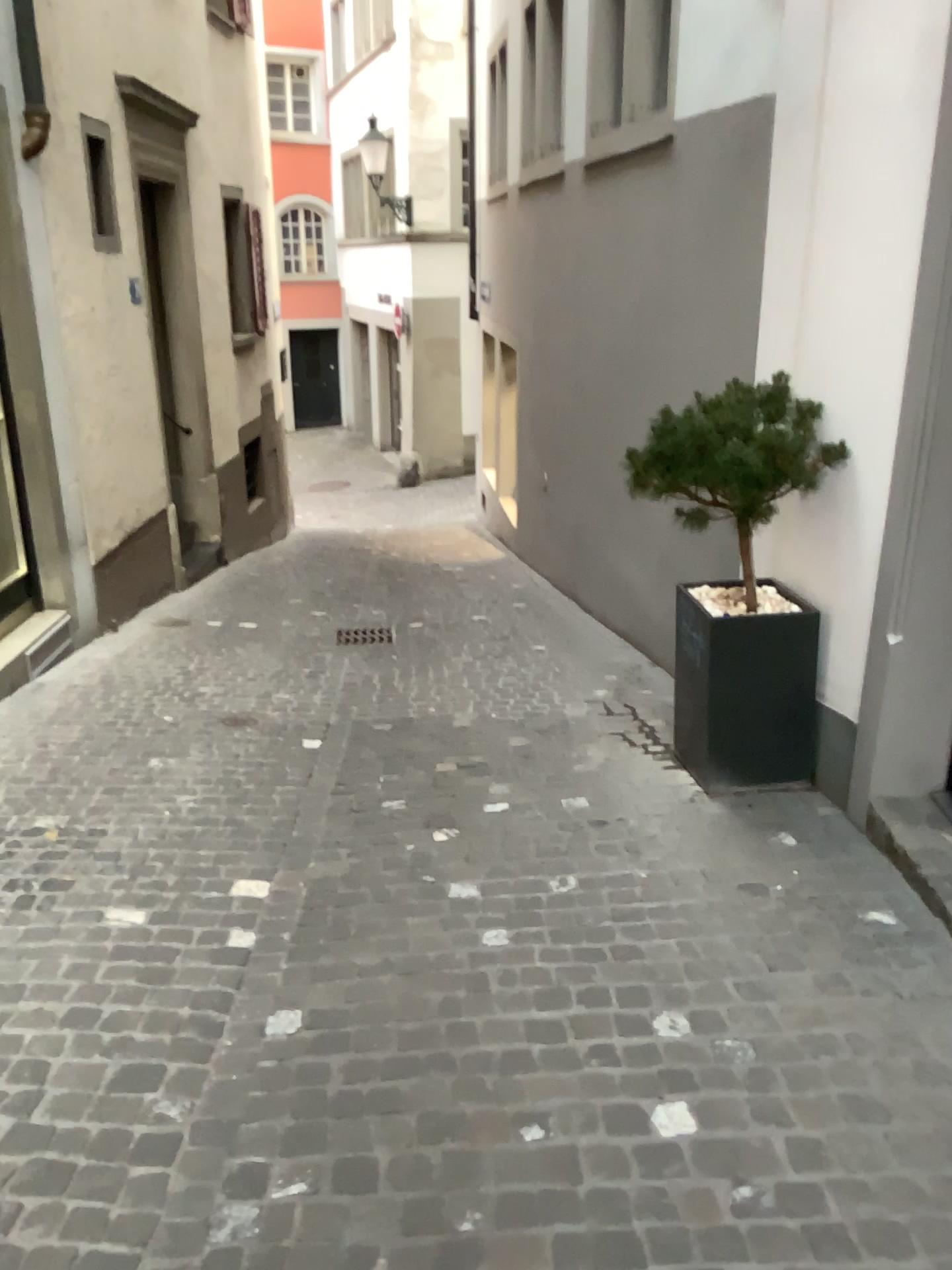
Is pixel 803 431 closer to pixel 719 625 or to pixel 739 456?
pixel 739 456

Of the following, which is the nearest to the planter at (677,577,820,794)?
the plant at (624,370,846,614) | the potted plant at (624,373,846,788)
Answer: the potted plant at (624,373,846,788)

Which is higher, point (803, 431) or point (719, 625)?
point (803, 431)

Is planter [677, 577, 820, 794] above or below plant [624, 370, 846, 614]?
below

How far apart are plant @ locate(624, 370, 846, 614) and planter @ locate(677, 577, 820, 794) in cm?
30

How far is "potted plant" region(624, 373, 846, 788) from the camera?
3.7m

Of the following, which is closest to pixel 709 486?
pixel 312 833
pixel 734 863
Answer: pixel 734 863

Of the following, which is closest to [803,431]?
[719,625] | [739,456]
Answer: [739,456]

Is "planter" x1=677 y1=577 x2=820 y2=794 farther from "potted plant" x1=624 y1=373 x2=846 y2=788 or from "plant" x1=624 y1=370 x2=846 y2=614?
"plant" x1=624 y1=370 x2=846 y2=614
